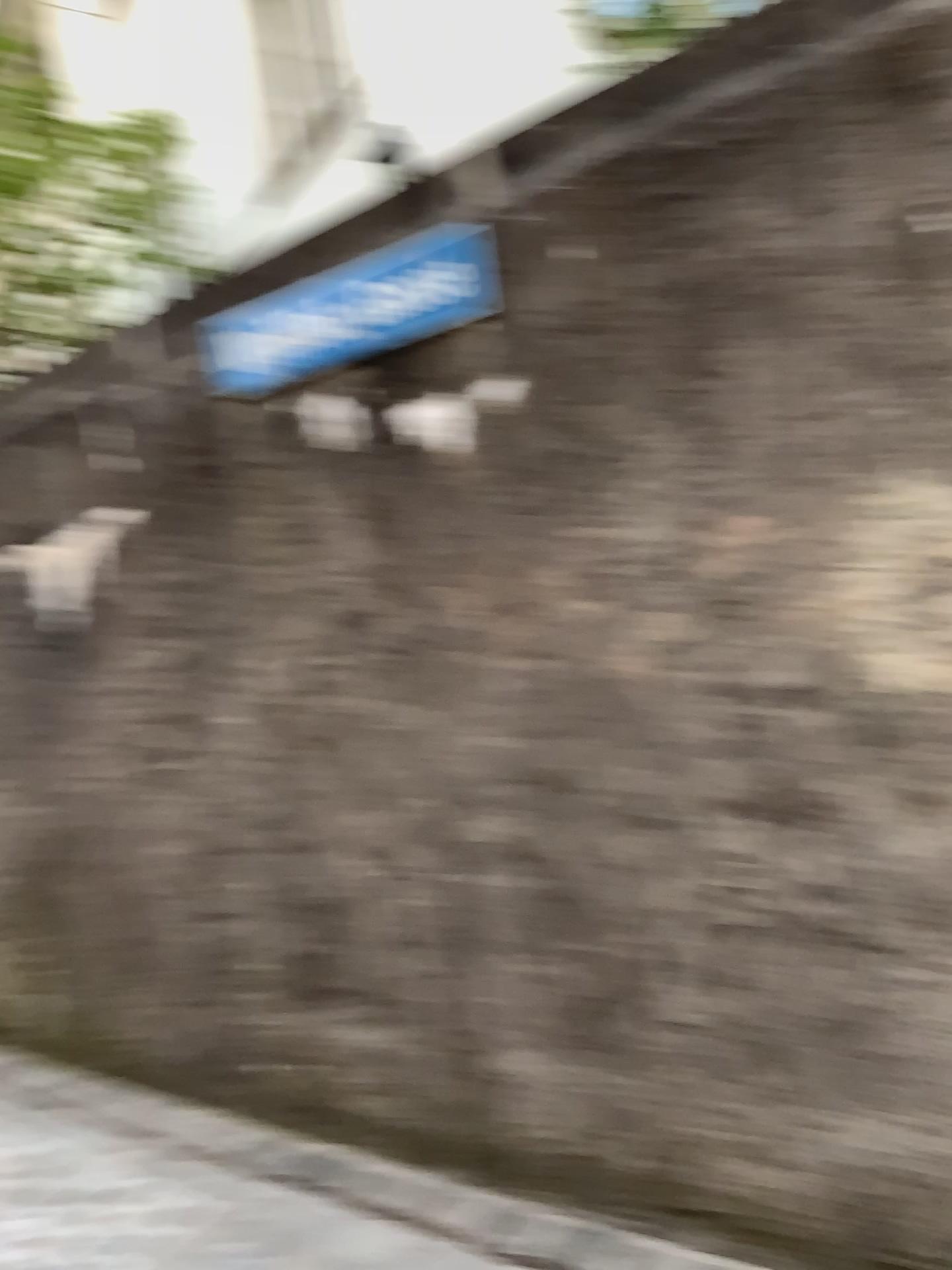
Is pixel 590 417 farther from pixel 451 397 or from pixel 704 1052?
pixel 704 1052
